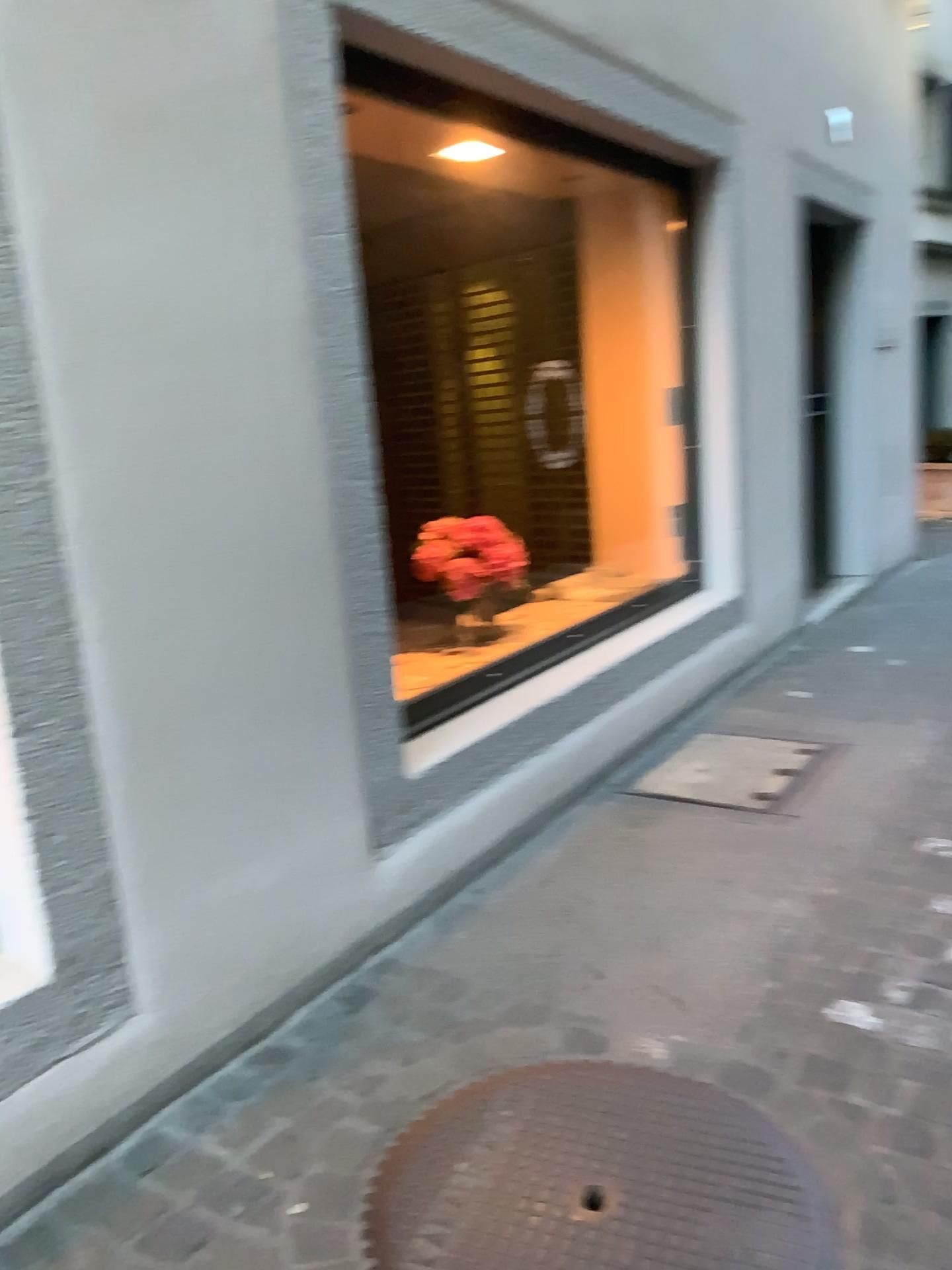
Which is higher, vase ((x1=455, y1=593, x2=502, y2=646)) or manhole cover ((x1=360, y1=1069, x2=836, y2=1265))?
vase ((x1=455, y1=593, x2=502, y2=646))

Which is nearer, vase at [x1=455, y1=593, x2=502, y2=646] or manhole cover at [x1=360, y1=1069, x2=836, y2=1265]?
manhole cover at [x1=360, y1=1069, x2=836, y2=1265]

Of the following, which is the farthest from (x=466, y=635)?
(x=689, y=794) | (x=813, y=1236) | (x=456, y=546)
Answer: (x=813, y=1236)

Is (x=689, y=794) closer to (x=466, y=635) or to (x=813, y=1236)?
(x=466, y=635)

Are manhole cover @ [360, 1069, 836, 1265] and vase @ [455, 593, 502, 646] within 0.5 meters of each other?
no

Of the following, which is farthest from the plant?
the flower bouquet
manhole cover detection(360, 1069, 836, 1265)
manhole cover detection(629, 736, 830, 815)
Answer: manhole cover detection(360, 1069, 836, 1265)

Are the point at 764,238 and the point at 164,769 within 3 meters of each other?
no

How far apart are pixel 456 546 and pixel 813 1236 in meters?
2.3

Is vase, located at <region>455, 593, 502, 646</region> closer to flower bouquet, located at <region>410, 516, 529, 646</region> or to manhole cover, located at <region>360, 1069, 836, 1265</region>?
flower bouquet, located at <region>410, 516, 529, 646</region>

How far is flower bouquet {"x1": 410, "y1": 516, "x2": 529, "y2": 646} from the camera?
3.4 meters
